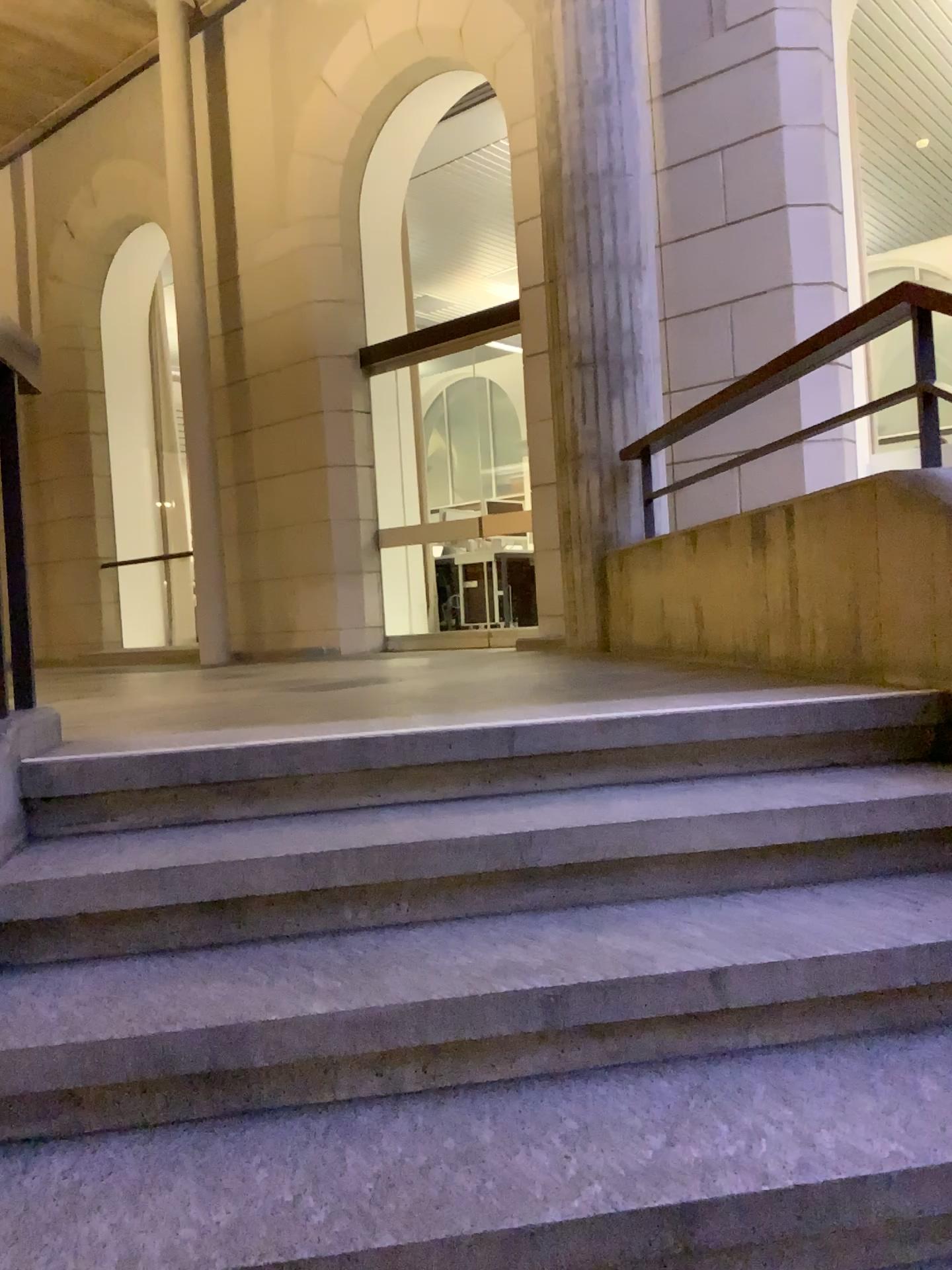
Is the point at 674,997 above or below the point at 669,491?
below
